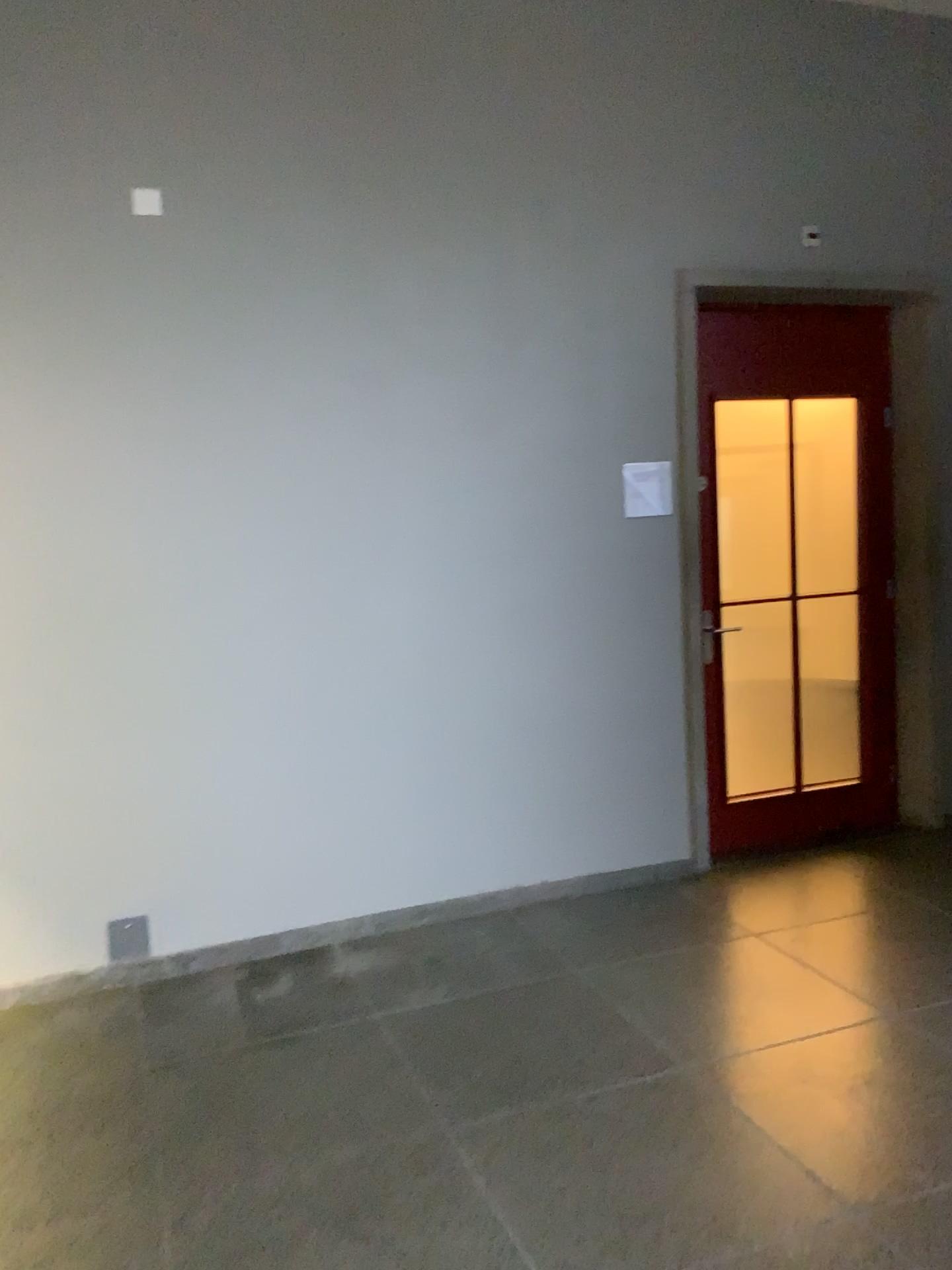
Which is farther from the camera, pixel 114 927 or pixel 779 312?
pixel 779 312

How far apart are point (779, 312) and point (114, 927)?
3.6 meters

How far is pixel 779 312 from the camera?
4.5 meters

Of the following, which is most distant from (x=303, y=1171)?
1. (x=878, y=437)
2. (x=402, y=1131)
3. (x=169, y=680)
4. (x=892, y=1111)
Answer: (x=878, y=437)

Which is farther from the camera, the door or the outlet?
the door

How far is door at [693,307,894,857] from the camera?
4.5 meters

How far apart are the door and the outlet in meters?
2.3

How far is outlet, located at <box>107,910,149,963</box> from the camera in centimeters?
362cm
